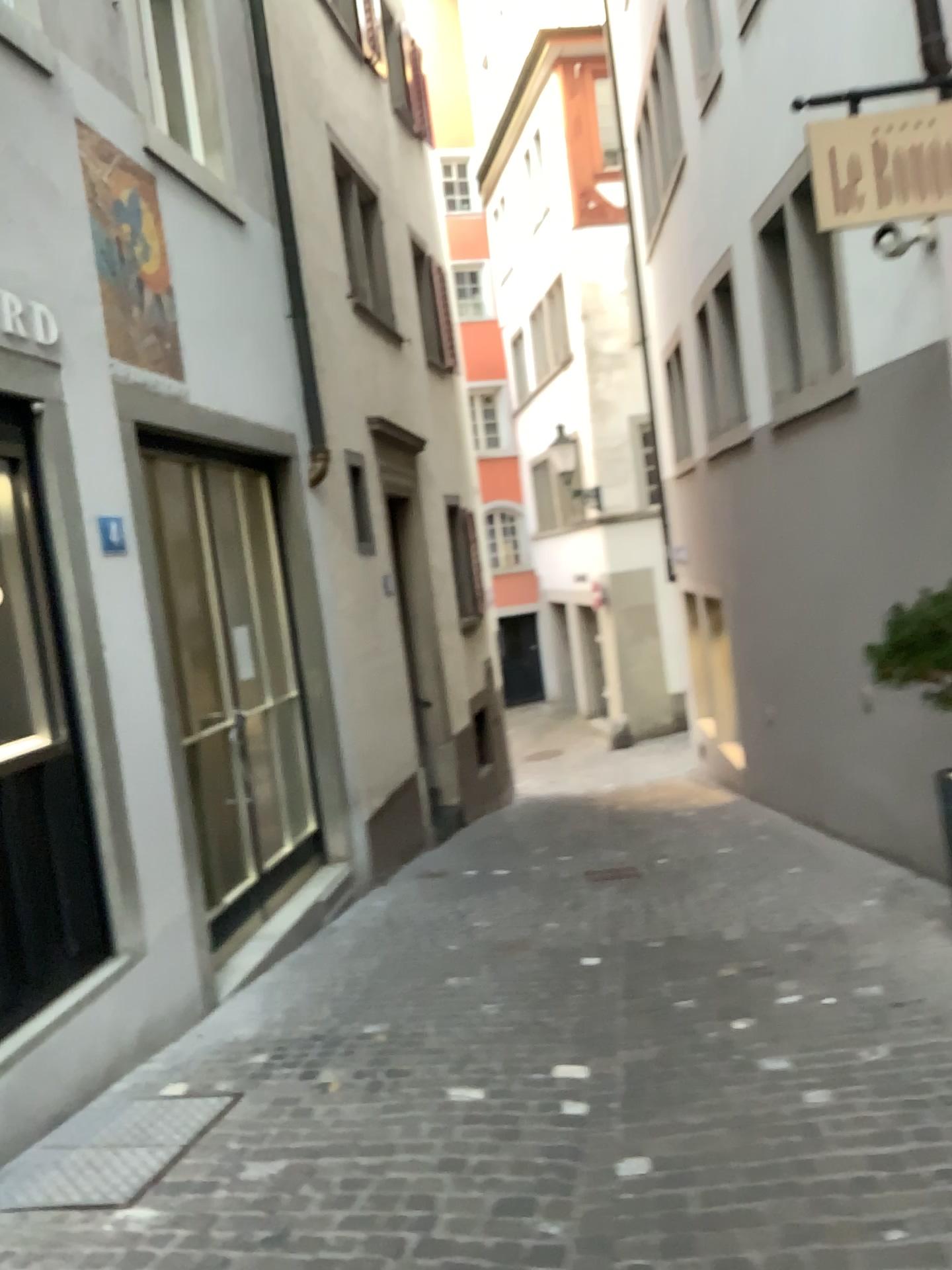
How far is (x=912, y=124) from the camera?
3.8 meters

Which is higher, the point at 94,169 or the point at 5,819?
the point at 94,169

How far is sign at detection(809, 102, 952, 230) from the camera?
3.8m

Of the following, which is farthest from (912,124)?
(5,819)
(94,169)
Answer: (5,819)

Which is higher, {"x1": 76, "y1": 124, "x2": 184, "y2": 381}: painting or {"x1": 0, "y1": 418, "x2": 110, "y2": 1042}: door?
{"x1": 76, "y1": 124, "x2": 184, "y2": 381}: painting

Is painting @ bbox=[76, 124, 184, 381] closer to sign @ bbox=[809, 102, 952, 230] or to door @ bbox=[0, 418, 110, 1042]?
door @ bbox=[0, 418, 110, 1042]

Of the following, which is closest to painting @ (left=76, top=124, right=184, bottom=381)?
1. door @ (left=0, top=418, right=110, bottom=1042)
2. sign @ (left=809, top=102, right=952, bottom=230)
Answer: door @ (left=0, top=418, right=110, bottom=1042)

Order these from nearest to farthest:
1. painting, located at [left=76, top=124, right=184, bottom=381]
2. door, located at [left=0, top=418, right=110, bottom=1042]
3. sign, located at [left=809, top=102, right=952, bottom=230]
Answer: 1. door, located at [left=0, top=418, right=110, bottom=1042]
2. sign, located at [left=809, top=102, right=952, bottom=230]
3. painting, located at [left=76, top=124, right=184, bottom=381]

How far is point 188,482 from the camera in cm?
505

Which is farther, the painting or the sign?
the painting
